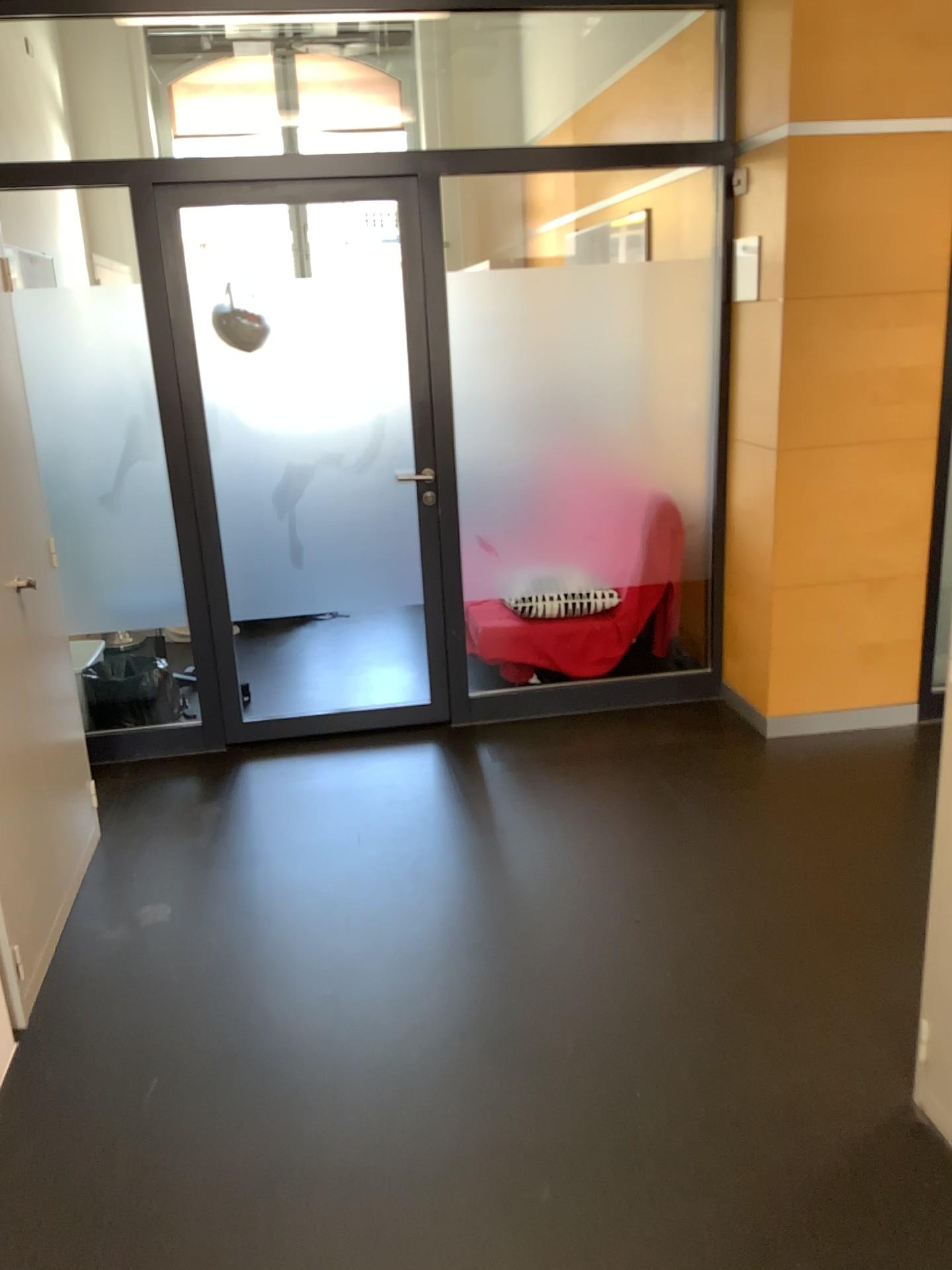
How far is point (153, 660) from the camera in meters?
4.0 m

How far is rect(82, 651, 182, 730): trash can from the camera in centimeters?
398cm

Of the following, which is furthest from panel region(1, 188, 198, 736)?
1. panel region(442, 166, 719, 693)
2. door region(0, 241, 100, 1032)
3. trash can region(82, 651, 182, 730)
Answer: panel region(442, 166, 719, 693)

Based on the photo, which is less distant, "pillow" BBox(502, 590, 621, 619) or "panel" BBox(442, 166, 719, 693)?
"panel" BBox(442, 166, 719, 693)

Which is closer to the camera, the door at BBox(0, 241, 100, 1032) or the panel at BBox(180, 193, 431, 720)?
the door at BBox(0, 241, 100, 1032)

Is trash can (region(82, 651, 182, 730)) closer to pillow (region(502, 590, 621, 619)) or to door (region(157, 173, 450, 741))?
door (region(157, 173, 450, 741))

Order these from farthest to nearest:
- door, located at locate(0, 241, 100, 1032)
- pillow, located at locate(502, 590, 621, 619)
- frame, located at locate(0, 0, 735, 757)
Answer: pillow, located at locate(502, 590, 621, 619) < frame, located at locate(0, 0, 735, 757) < door, located at locate(0, 241, 100, 1032)

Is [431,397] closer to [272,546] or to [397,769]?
[272,546]

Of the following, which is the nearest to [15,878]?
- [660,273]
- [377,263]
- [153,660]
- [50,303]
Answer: [153,660]

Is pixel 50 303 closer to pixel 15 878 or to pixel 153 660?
pixel 153 660
